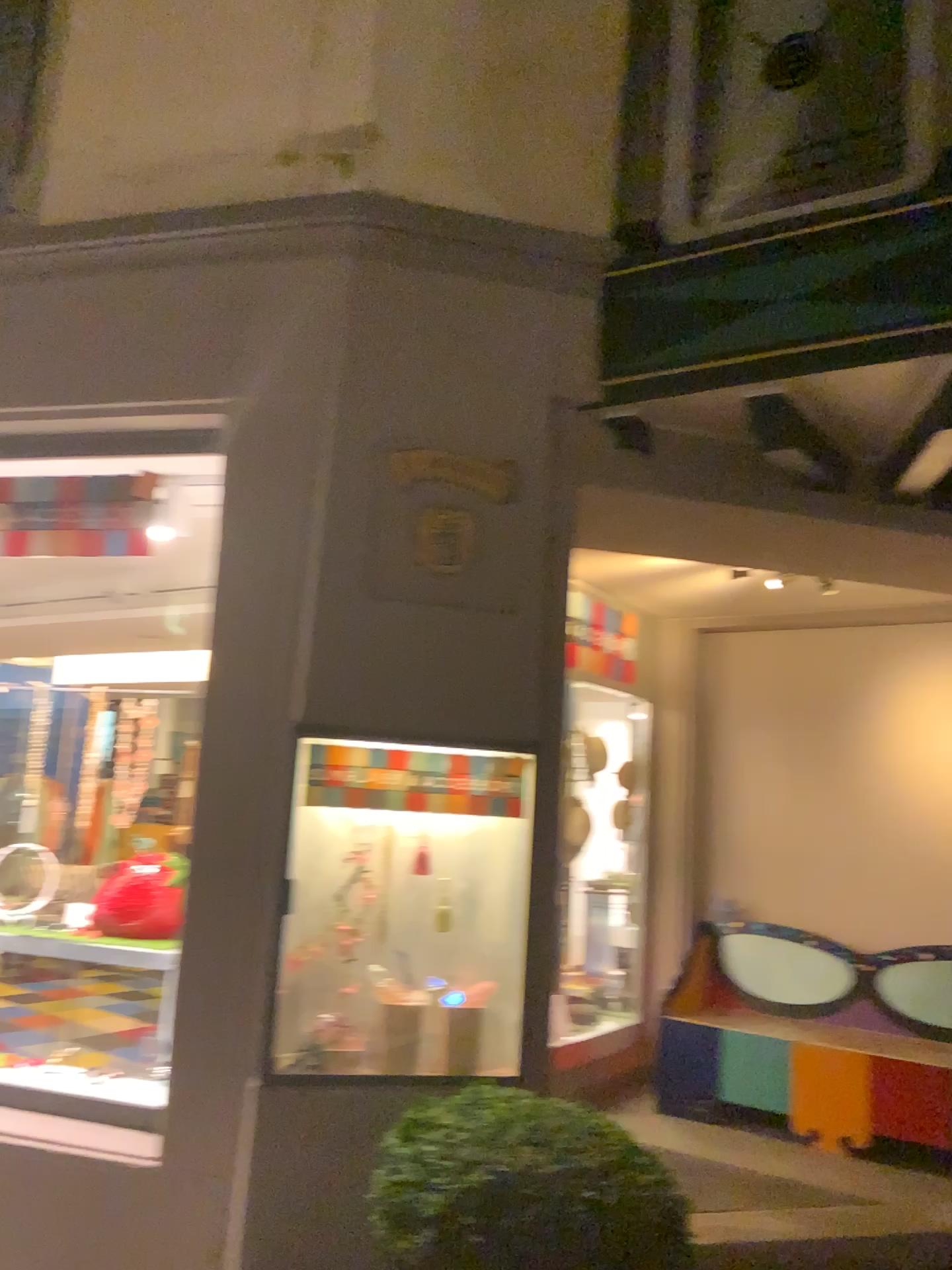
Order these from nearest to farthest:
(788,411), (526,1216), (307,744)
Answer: (526,1216) < (307,744) < (788,411)

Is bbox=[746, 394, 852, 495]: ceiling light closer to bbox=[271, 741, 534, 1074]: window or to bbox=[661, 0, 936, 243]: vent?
bbox=[661, 0, 936, 243]: vent

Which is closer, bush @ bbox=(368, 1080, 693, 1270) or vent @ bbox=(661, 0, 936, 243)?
bush @ bbox=(368, 1080, 693, 1270)

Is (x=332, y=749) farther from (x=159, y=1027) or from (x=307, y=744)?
(x=159, y=1027)

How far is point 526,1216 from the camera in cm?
231

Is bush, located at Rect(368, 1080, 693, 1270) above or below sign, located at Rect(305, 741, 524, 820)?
below

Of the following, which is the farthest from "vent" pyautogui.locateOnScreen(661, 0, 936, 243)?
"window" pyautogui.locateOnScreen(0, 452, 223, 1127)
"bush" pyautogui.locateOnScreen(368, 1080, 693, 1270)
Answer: "bush" pyautogui.locateOnScreen(368, 1080, 693, 1270)

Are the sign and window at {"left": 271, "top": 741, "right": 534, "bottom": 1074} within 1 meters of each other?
yes

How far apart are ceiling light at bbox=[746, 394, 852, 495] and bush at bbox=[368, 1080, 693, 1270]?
2.1 meters

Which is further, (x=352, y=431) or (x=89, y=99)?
(x=89, y=99)
